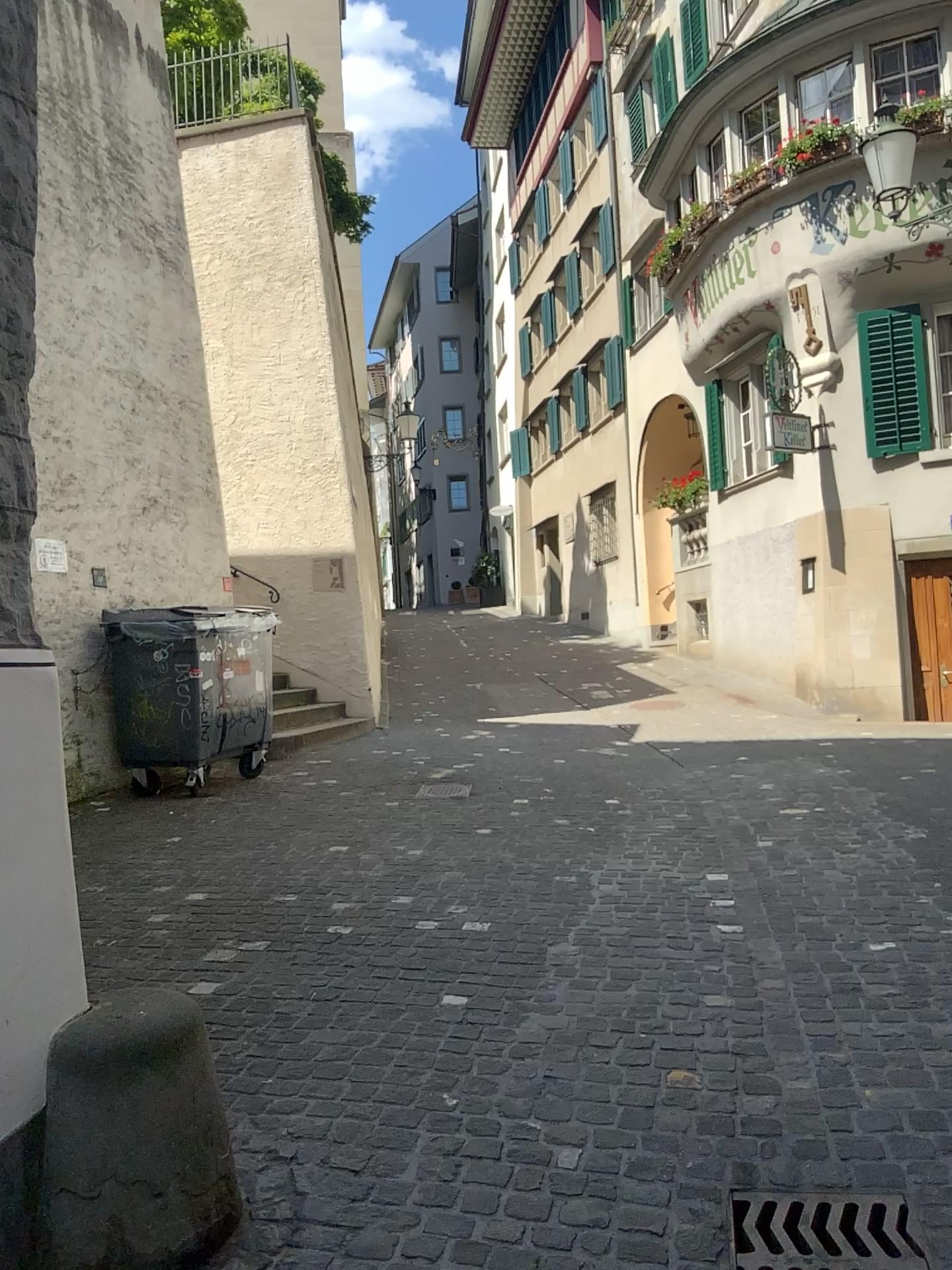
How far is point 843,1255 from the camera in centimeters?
213cm

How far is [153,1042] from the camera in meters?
2.1

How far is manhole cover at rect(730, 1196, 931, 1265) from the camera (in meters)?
2.13
